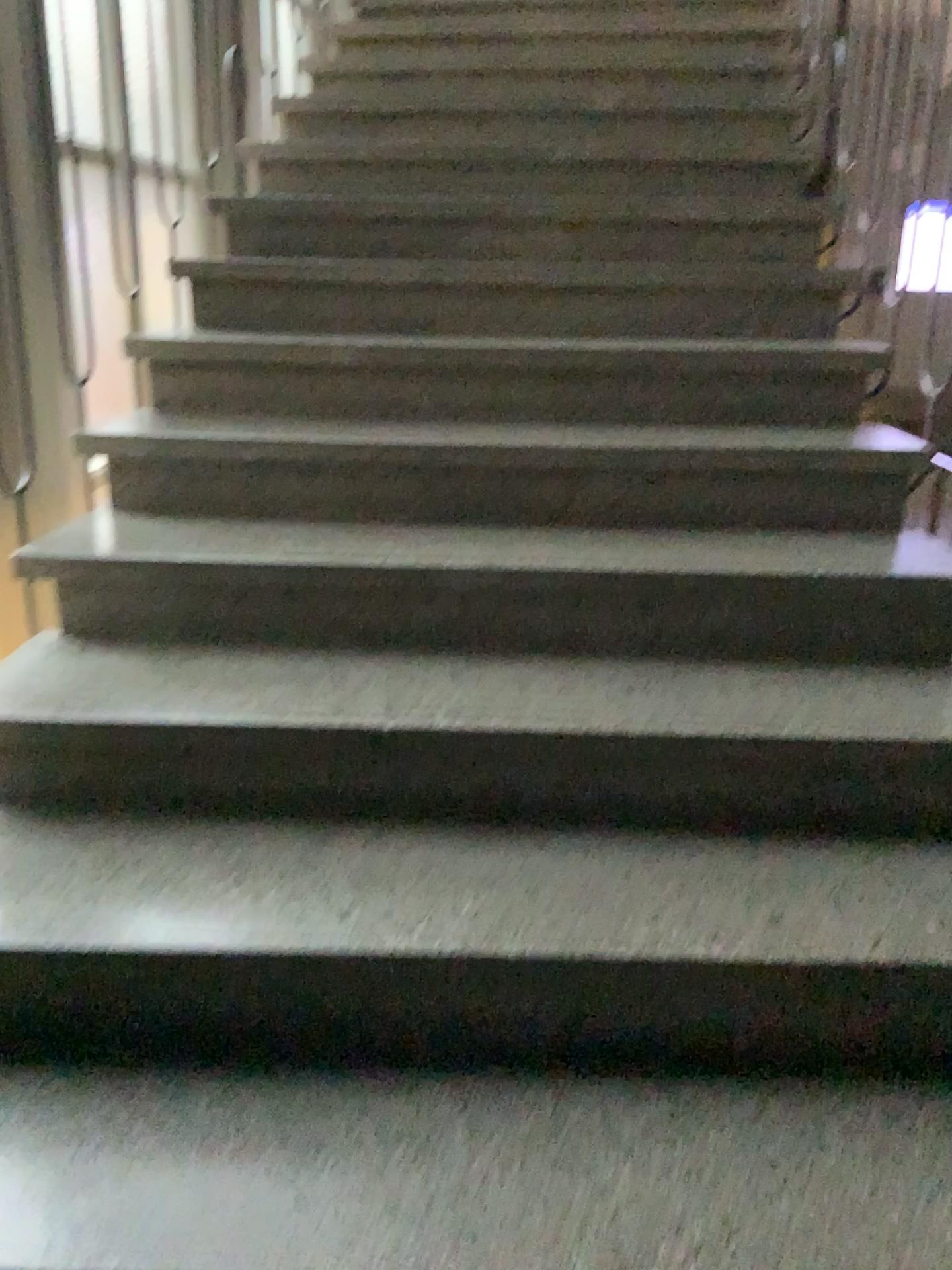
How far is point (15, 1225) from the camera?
1.1 meters

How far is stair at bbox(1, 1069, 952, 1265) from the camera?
1.1m

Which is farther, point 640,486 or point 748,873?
point 640,486
